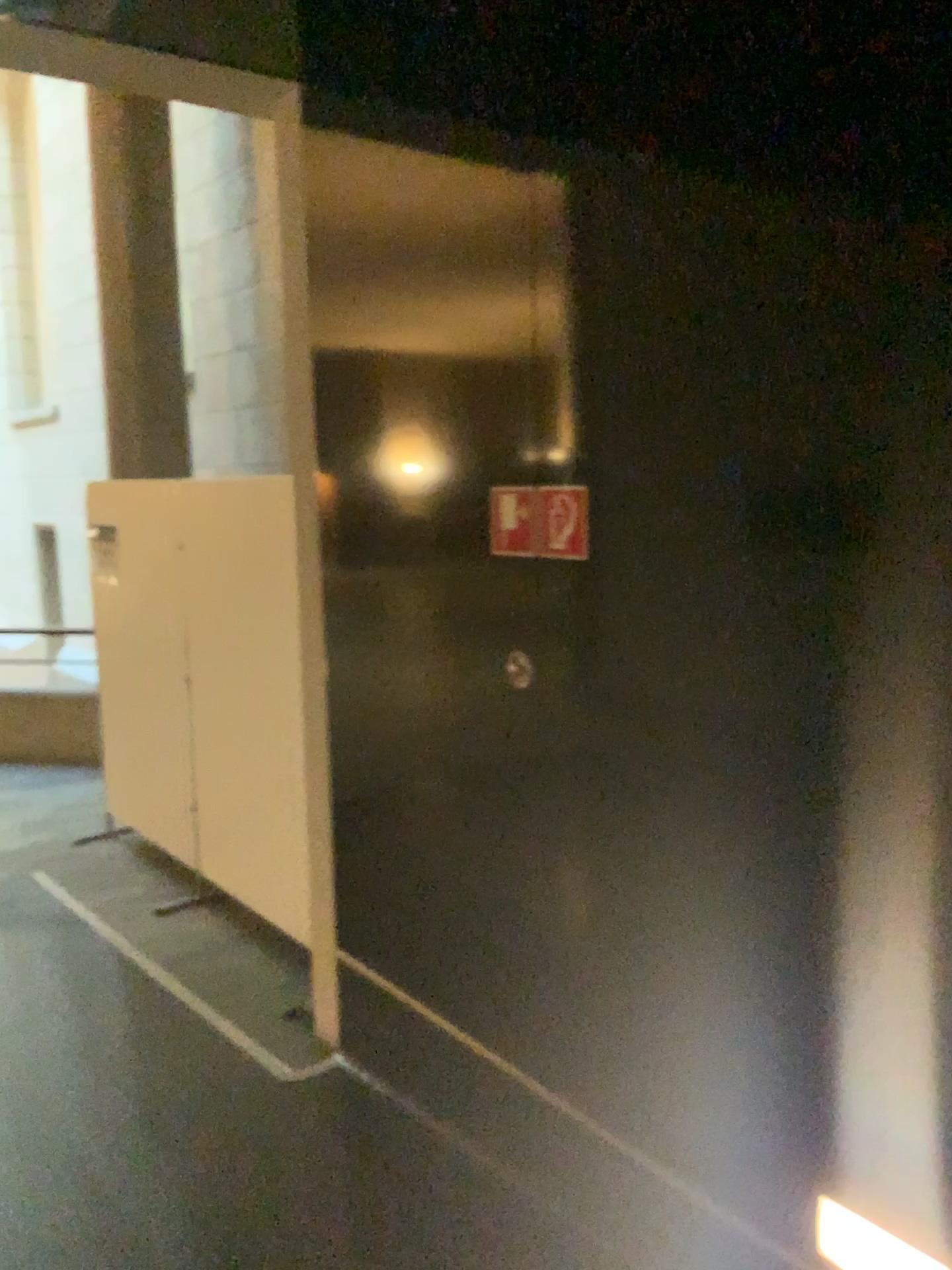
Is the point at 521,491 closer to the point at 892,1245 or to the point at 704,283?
the point at 704,283

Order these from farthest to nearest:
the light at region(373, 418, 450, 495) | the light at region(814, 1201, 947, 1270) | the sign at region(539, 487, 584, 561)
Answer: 1. the light at region(373, 418, 450, 495)
2. the sign at region(539, 487, 584, 561)
3. the light at region(814, 1201, 947, 1270)

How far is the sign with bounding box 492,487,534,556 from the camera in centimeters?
235cm

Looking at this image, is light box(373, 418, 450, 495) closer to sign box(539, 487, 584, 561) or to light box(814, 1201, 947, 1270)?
sign box(539, 487, 584, 561)

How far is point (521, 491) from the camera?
2.4m

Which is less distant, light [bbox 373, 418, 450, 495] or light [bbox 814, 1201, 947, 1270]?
light [bbox 814, 1201, 947, 1270]

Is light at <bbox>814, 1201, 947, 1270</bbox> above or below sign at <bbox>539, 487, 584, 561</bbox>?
below

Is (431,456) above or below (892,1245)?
above

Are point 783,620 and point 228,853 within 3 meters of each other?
no

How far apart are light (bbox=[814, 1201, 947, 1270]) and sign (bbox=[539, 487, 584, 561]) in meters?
1.3
